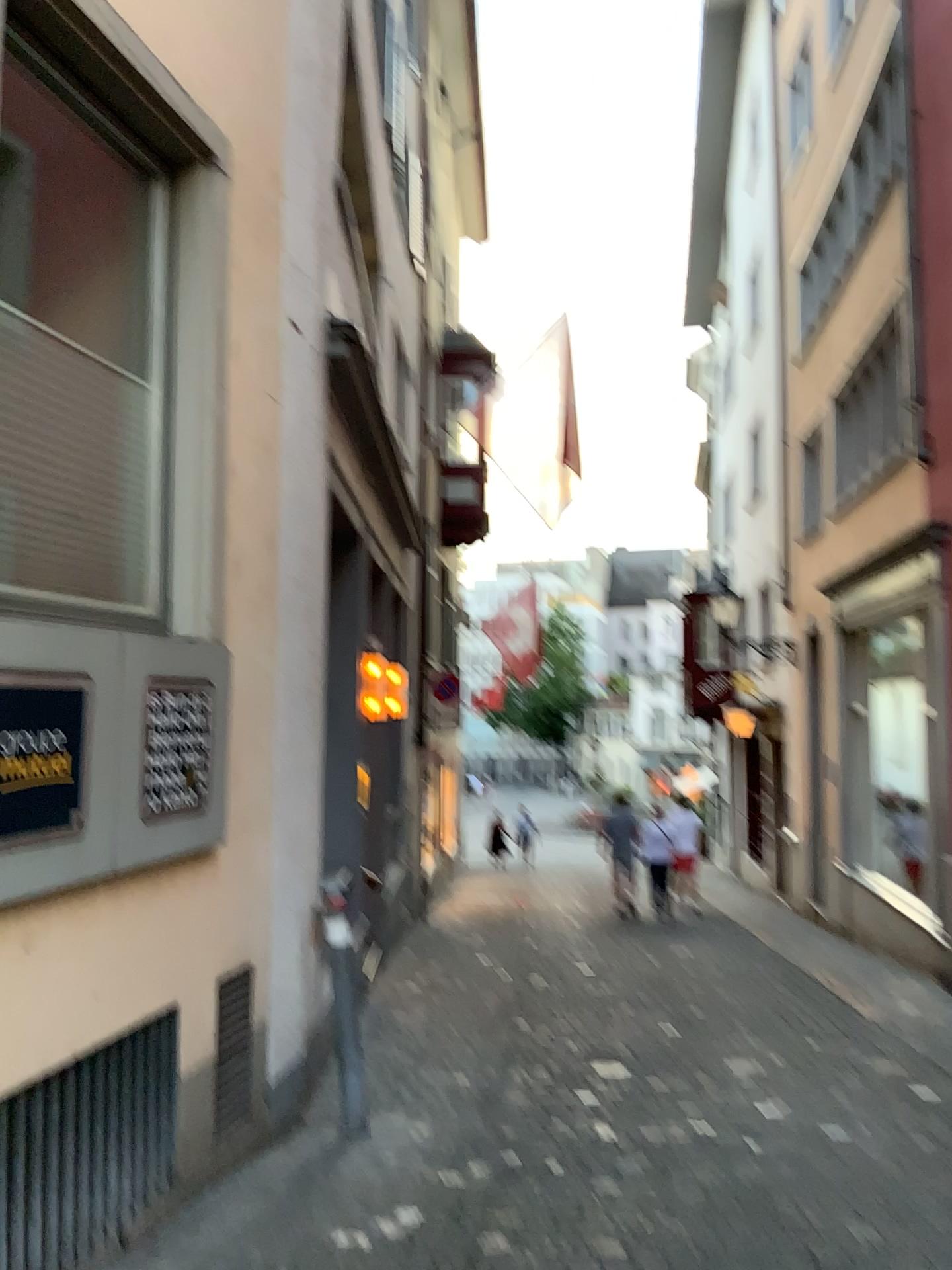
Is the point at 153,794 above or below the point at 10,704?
below

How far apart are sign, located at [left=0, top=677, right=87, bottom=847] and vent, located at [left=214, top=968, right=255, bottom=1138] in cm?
125

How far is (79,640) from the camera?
2.9m

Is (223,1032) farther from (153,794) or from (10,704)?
(10,704)

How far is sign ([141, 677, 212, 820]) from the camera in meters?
3.2 m

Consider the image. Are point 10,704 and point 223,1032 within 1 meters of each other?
no

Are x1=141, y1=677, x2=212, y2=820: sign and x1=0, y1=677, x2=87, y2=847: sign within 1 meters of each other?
yes

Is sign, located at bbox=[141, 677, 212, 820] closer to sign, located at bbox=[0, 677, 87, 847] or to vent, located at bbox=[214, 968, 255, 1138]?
sign, located at bbox=[0, 677, 87, 847]

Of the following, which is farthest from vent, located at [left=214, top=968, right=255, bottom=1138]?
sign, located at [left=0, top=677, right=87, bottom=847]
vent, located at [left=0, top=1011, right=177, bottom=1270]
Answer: sign, located at [left=0, top=677, right=87, bottom=847]

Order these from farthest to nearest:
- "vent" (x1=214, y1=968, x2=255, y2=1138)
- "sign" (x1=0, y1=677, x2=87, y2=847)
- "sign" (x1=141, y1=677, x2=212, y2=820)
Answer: "vent" (x1=214, y1=968, x2=255, y2=1138) < "sign" (x1=141, y1=677, x2=212, y2=820) < "sign" (x1=0, y1=677, x2=87, y2=847)
